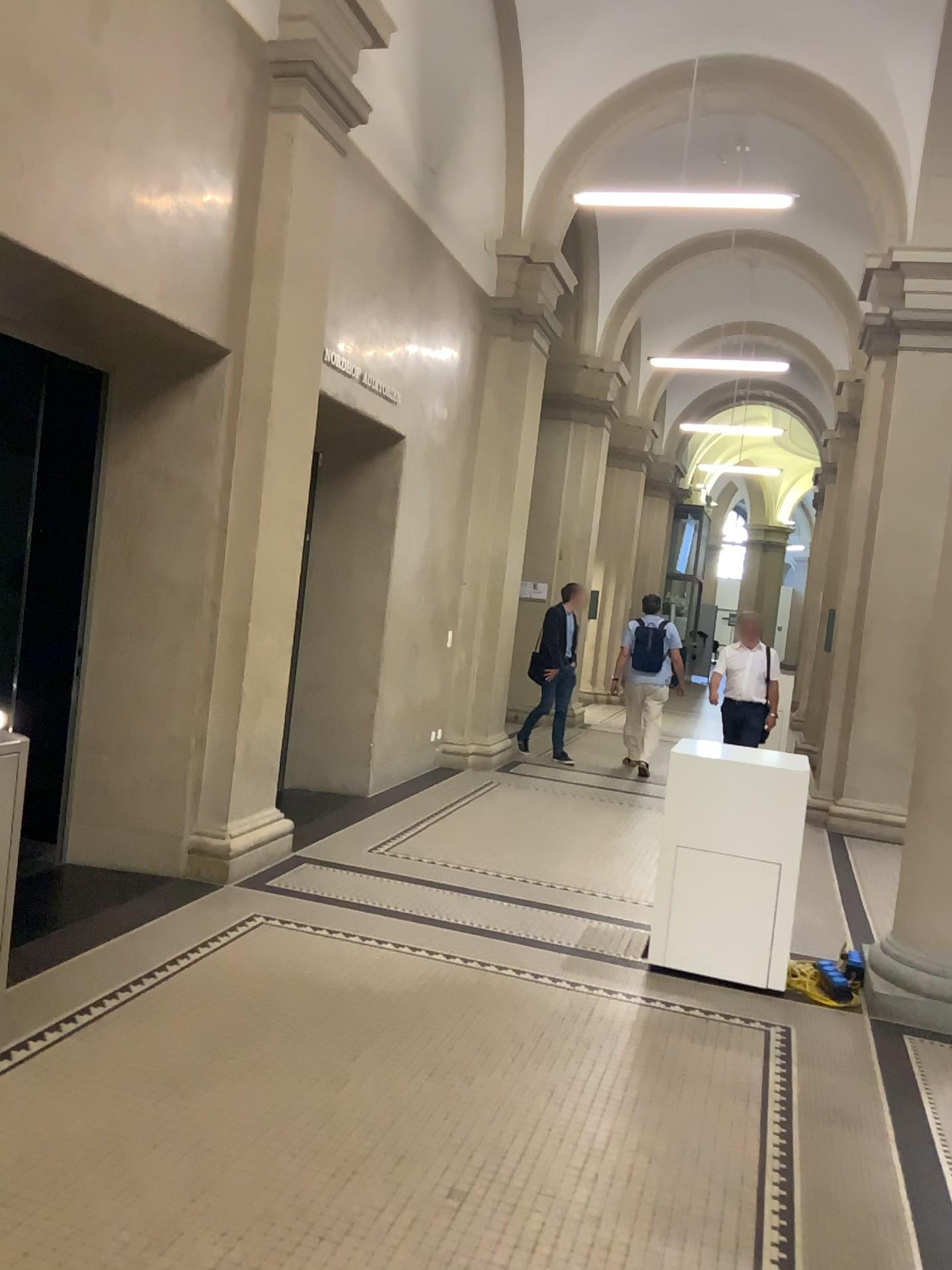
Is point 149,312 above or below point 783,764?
above
